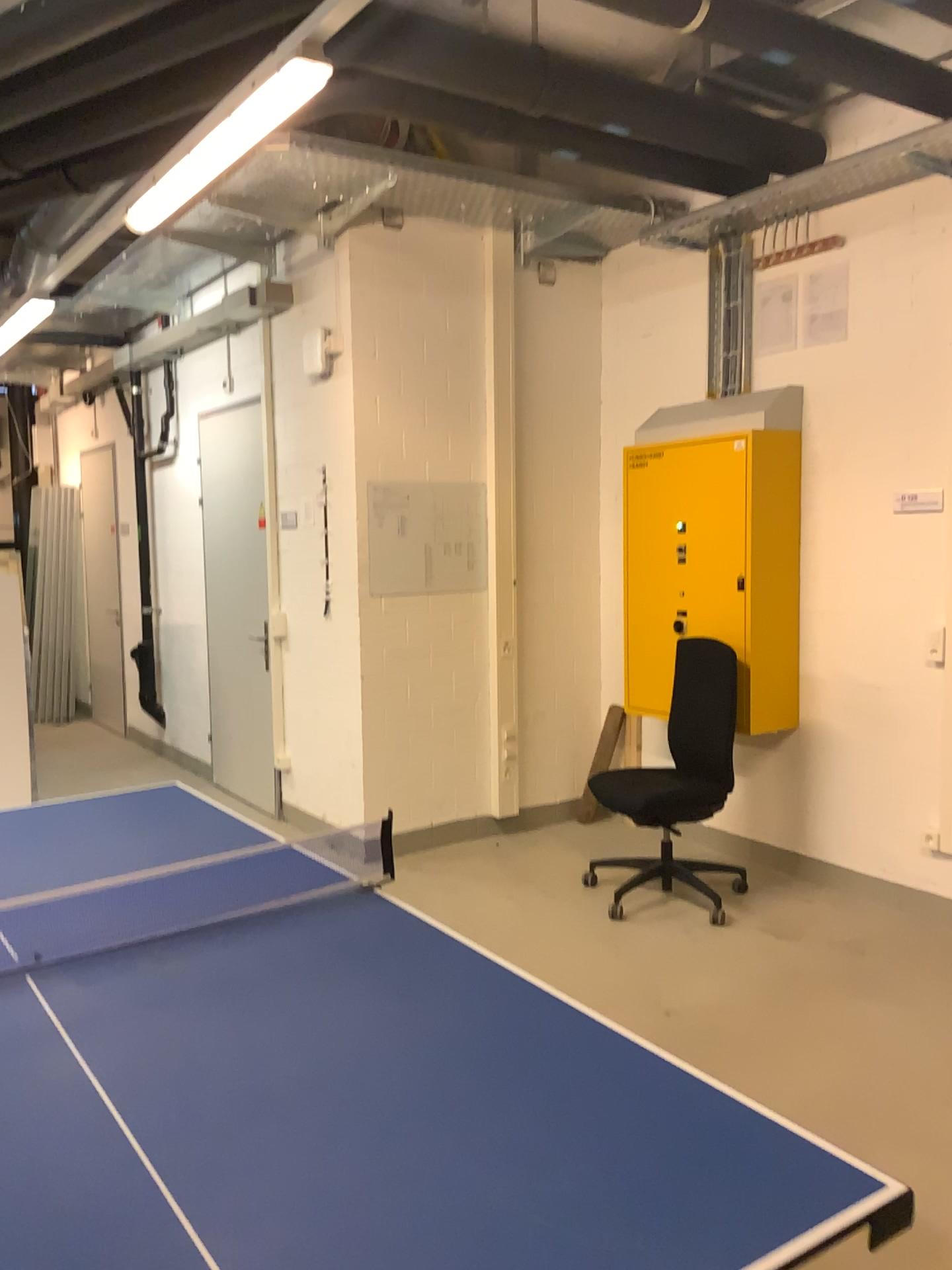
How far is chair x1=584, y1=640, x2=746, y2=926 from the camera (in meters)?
4.31

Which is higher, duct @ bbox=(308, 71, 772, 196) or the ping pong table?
duct @ bbox=(308, 71, 772, 196)

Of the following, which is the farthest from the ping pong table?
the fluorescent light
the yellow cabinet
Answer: the yellow cabinet

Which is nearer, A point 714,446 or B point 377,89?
B point 377,89

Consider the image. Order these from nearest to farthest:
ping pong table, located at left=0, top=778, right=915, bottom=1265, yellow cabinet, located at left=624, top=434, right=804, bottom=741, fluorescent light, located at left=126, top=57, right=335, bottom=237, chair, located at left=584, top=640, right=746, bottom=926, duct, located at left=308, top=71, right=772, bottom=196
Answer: ping pong table, located at left=0, top=778, right=915, bottom=1265 → fluorescent light, located at left=126, top=57, right=335, bottom=237 → duct, located at left=308, top=71, right=772, bottom=196 → chair, located at left=584, top=640, right=746, bottom=926 → yellow cabinet, located at left=624, top=434, right=804, bottom=741

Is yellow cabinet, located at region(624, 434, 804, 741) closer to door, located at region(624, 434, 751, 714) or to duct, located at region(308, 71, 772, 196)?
door, located at region(624, 434, 751, 714)

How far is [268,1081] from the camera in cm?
158

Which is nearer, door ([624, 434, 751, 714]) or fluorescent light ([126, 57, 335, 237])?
Answer: fluorescent light ([126, 57, 335, 237])

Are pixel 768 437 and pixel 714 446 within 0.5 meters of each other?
yes

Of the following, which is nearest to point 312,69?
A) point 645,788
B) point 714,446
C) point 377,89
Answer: point 377,89
